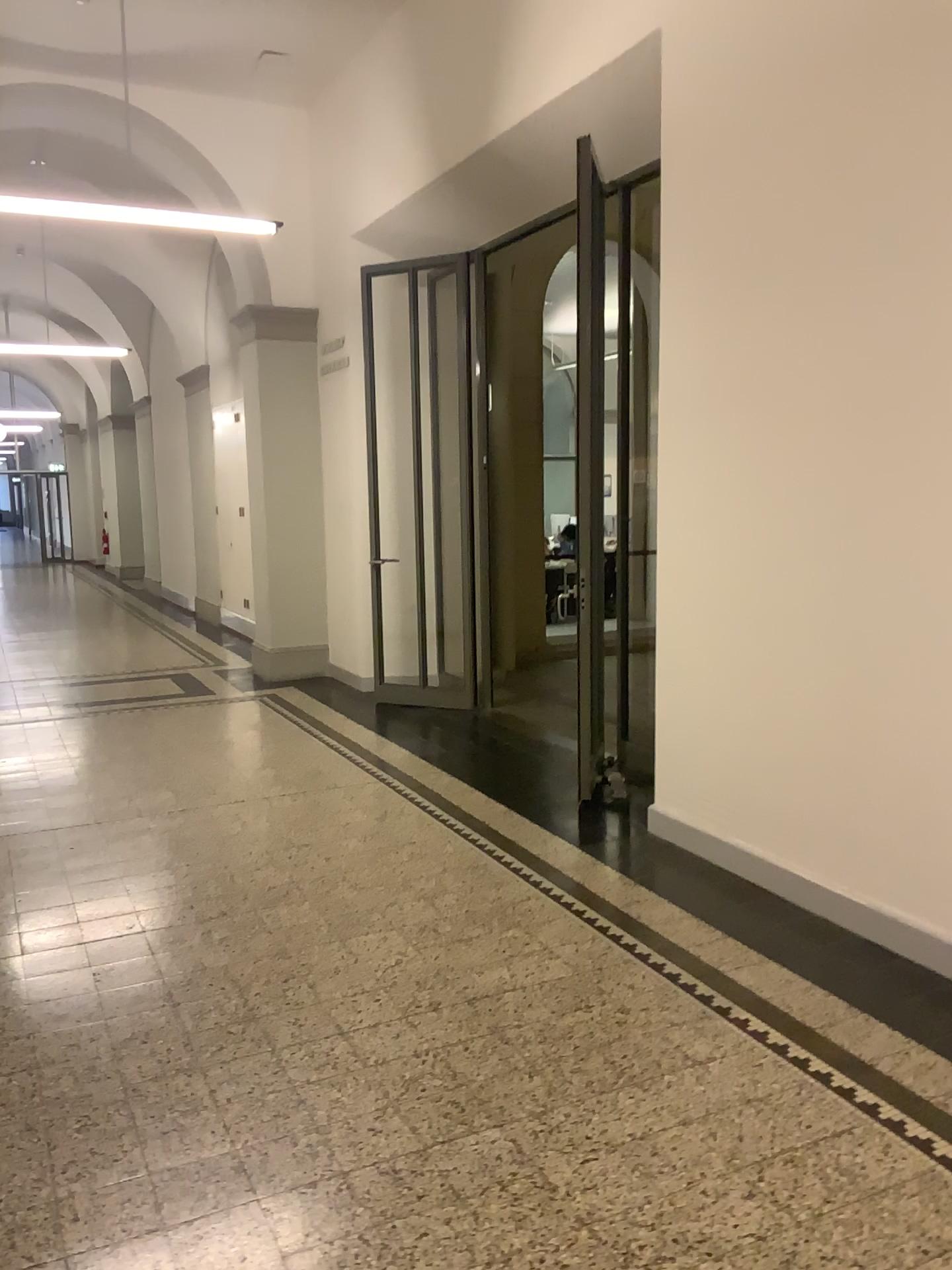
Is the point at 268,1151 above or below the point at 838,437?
below
